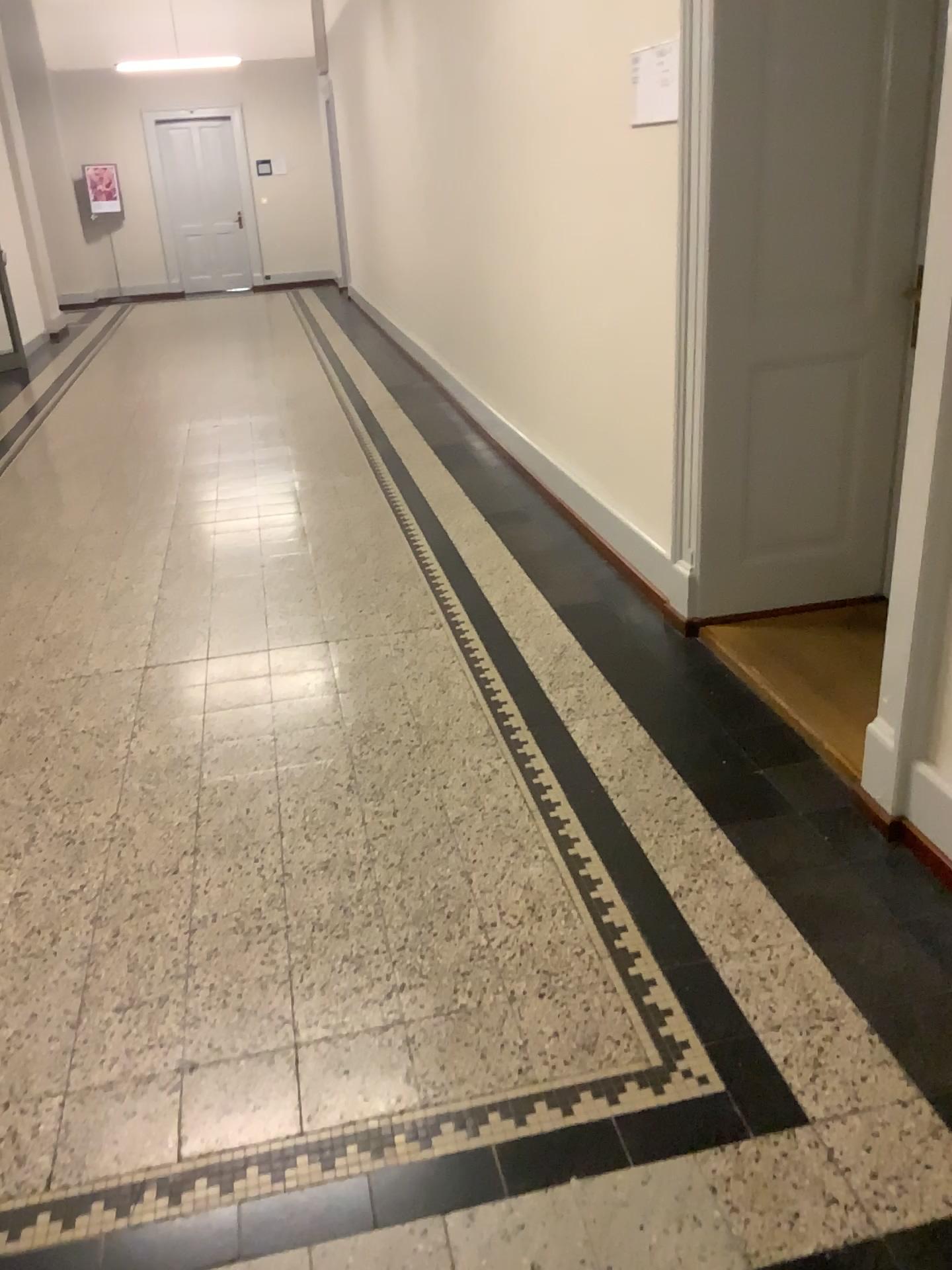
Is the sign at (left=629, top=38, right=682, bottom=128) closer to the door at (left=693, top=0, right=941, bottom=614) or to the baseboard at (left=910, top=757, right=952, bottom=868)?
the door at (left=693, top=0, right=941, bottom=614)

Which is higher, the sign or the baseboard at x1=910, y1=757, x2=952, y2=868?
the sign

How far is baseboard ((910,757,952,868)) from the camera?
2.18m

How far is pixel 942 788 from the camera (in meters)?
2.18

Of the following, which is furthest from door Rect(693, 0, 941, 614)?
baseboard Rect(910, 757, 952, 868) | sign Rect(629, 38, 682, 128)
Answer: baseboard Rect(910, 757, 952, 868)

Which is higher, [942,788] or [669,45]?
[669,45]

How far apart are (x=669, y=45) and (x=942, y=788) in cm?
221

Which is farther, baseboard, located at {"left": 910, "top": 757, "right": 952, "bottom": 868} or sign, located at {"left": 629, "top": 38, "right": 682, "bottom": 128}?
sign, located at {"left": 629, "top": 38, "right": 682, "bottom": 128}

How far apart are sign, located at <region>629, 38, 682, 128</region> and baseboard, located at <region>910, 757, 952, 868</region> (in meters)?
2.01

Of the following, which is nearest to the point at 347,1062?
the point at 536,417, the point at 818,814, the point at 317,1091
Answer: the point at 317,1091
